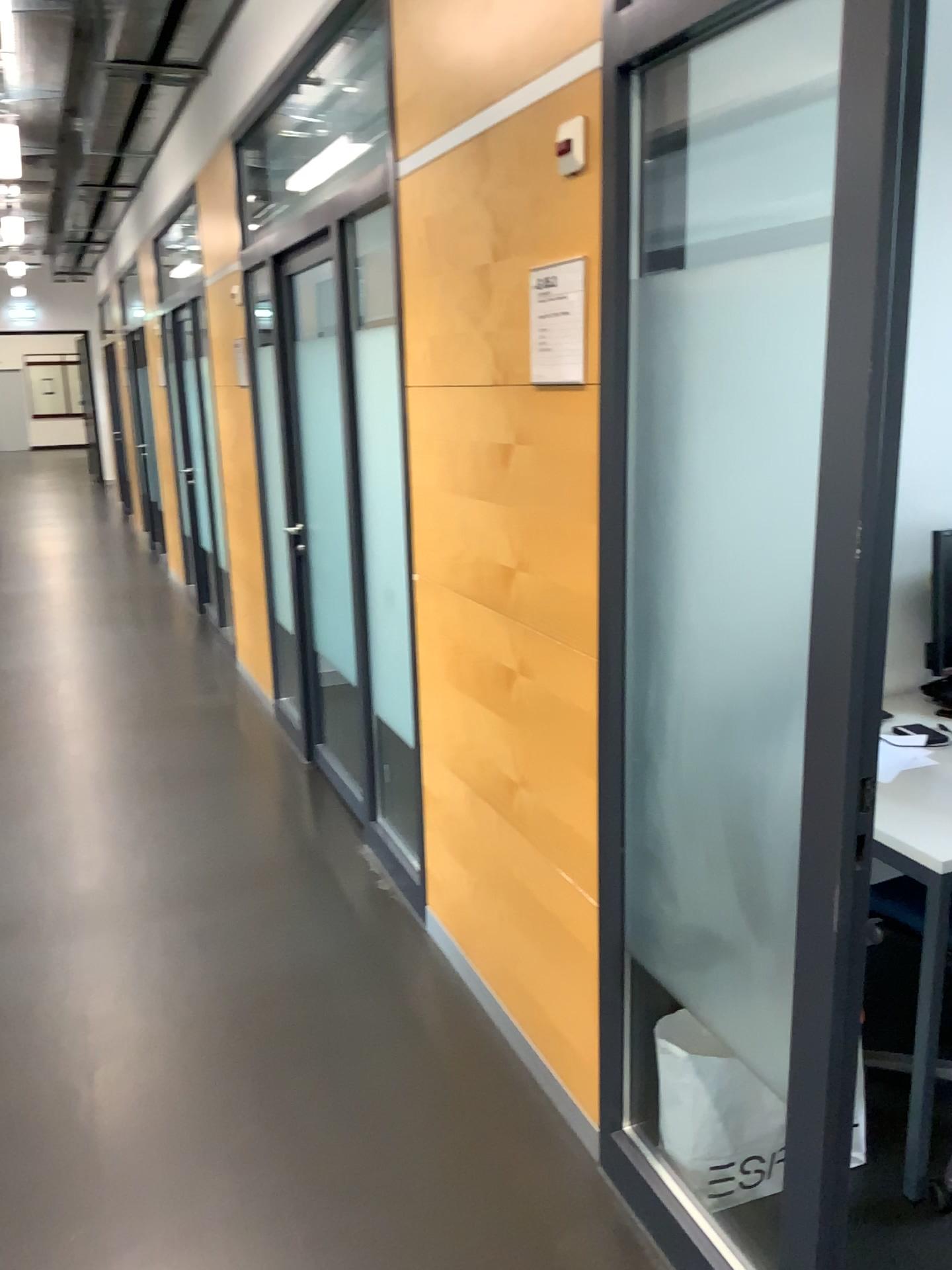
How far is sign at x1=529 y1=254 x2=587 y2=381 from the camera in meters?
1.9 m

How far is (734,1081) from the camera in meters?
2.0

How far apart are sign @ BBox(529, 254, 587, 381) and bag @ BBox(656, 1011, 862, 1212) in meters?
1.2

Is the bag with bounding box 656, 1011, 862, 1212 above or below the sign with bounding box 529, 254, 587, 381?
below

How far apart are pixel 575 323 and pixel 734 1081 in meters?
1.4 m

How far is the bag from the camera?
1.97m

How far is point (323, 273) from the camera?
3.2m

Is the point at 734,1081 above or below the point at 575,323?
below
